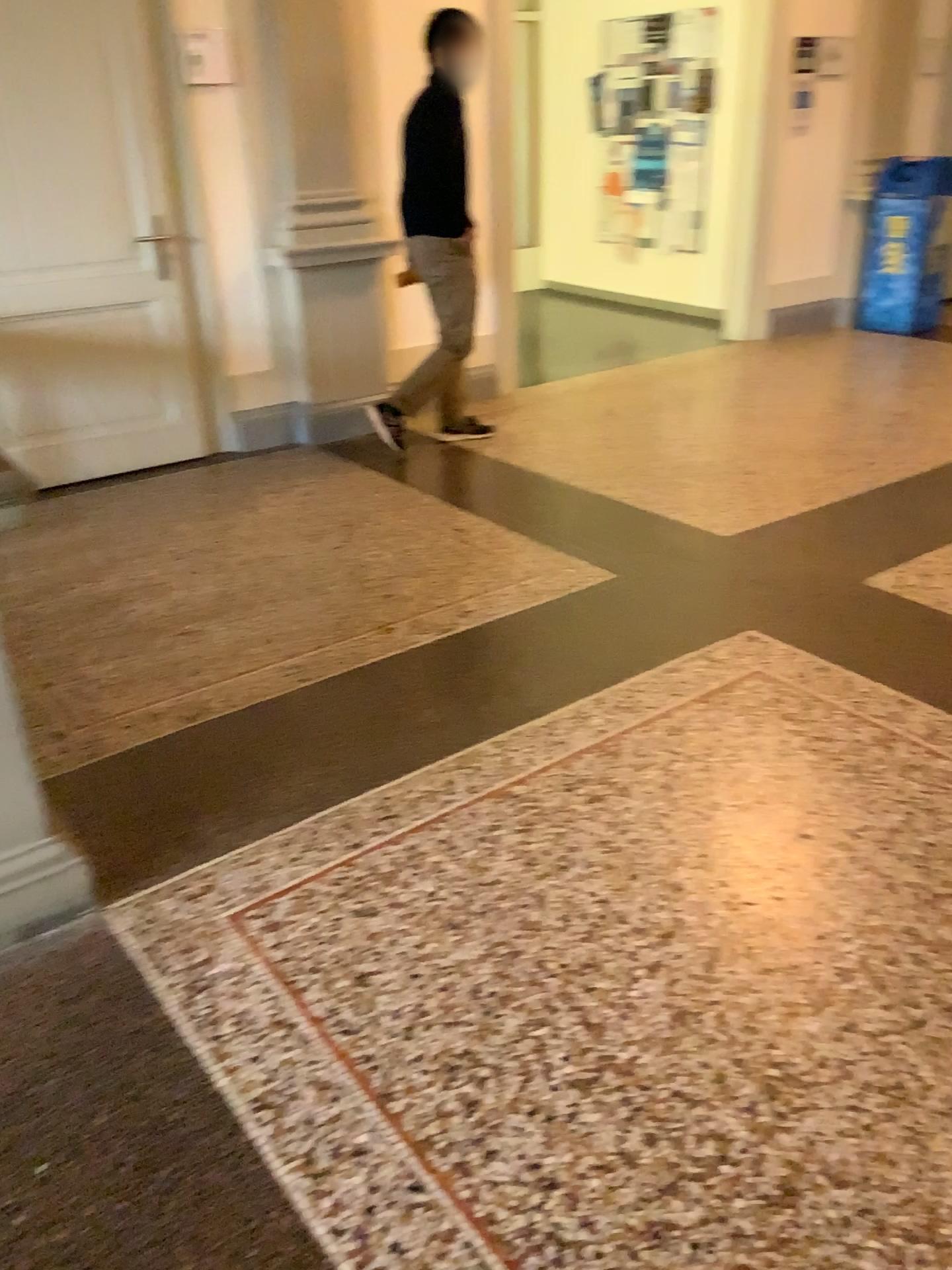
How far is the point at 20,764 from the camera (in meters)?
2.01

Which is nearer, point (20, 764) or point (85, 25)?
point (20, 764)

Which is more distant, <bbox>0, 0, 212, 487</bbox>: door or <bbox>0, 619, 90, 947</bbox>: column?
<bbox>0, 0, 212, 487</bbox>: door

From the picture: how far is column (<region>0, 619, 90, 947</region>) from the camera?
2.0 meters

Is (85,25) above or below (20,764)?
above

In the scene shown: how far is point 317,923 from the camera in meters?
2.1
